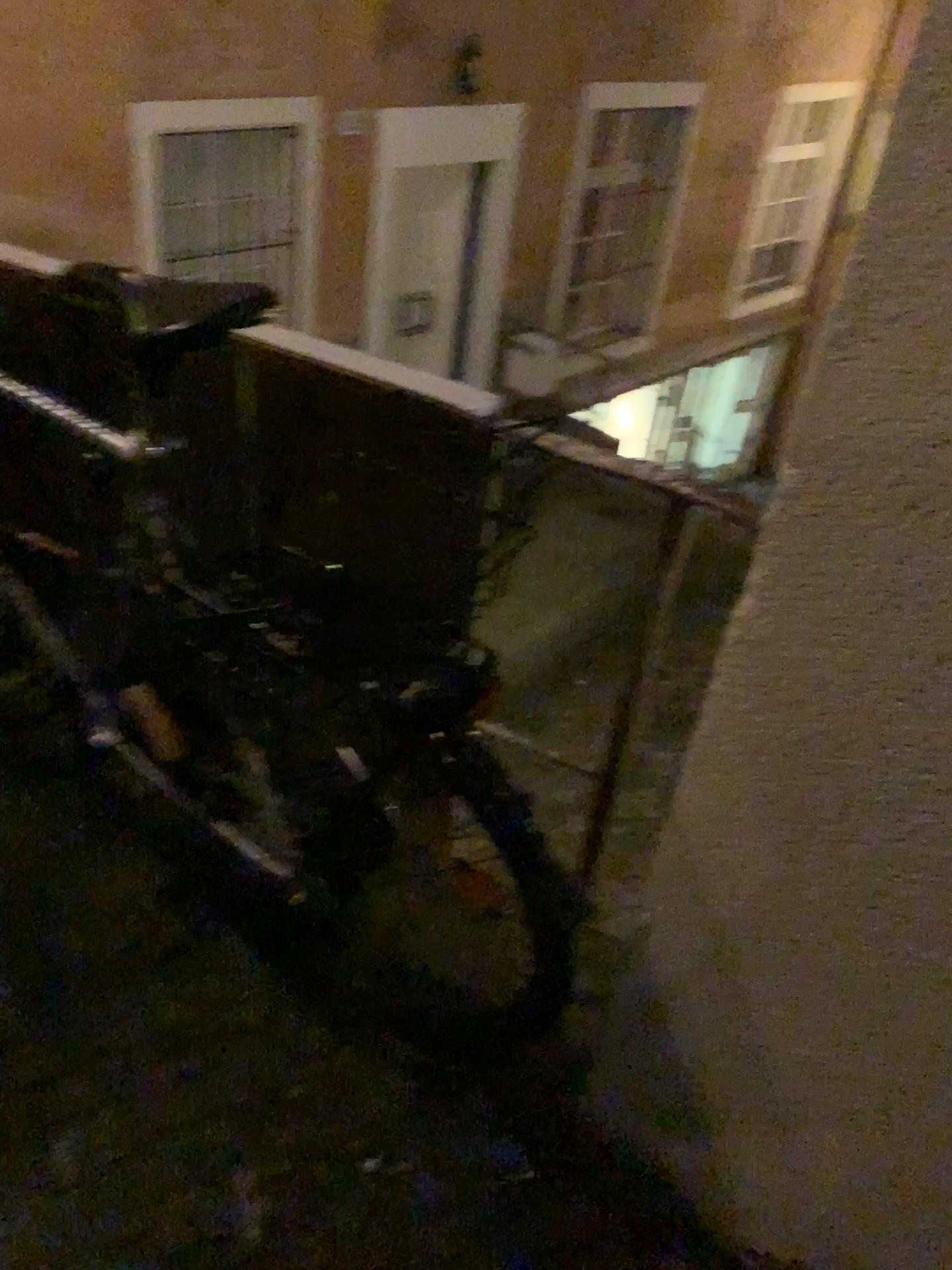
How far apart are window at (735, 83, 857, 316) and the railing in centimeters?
46cm

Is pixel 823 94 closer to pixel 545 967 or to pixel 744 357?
pixel 744 357

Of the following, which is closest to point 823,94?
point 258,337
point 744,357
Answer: point 744,357

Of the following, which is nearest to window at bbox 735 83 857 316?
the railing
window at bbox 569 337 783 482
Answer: window at bbox 569 337 783 482

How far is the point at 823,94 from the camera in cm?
75

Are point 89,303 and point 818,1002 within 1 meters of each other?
no

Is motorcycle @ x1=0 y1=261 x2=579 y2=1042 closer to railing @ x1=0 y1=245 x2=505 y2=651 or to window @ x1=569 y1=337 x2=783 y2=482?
railing @ x1=0 y1=245 x2=505 y2=651

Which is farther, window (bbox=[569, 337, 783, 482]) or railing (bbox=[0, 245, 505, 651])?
railing (bbox=[0, 245, 505, 651])

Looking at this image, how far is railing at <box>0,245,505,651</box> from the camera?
1.31m

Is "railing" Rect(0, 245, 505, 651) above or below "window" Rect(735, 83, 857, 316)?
below
